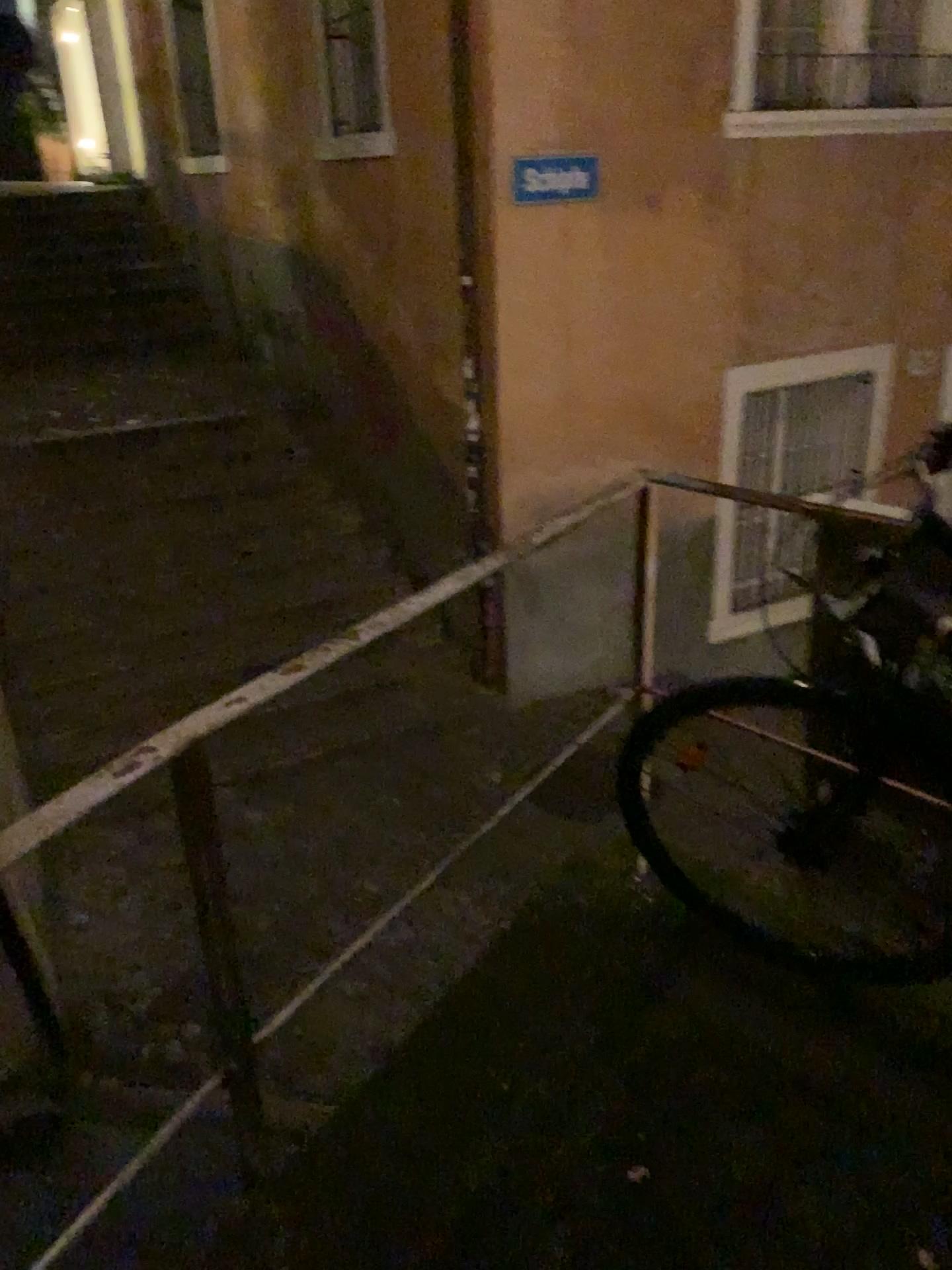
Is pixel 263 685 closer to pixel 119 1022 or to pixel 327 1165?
pixel 327 1165
